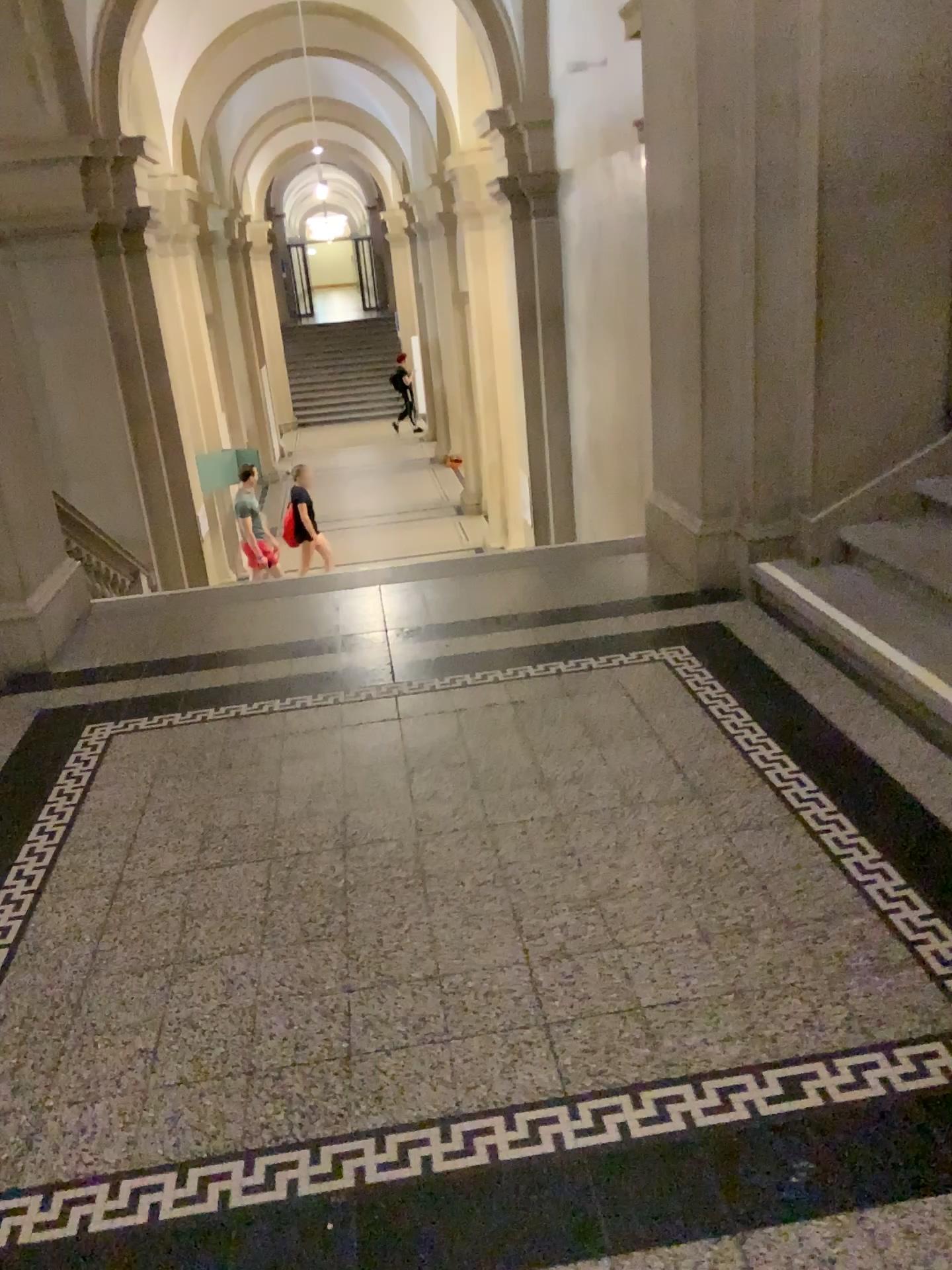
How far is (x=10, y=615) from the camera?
4.4m

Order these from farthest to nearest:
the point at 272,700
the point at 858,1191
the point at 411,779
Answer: the point at 272,700, the point at 411,779, the point at 858,1191

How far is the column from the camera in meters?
4.4 m
